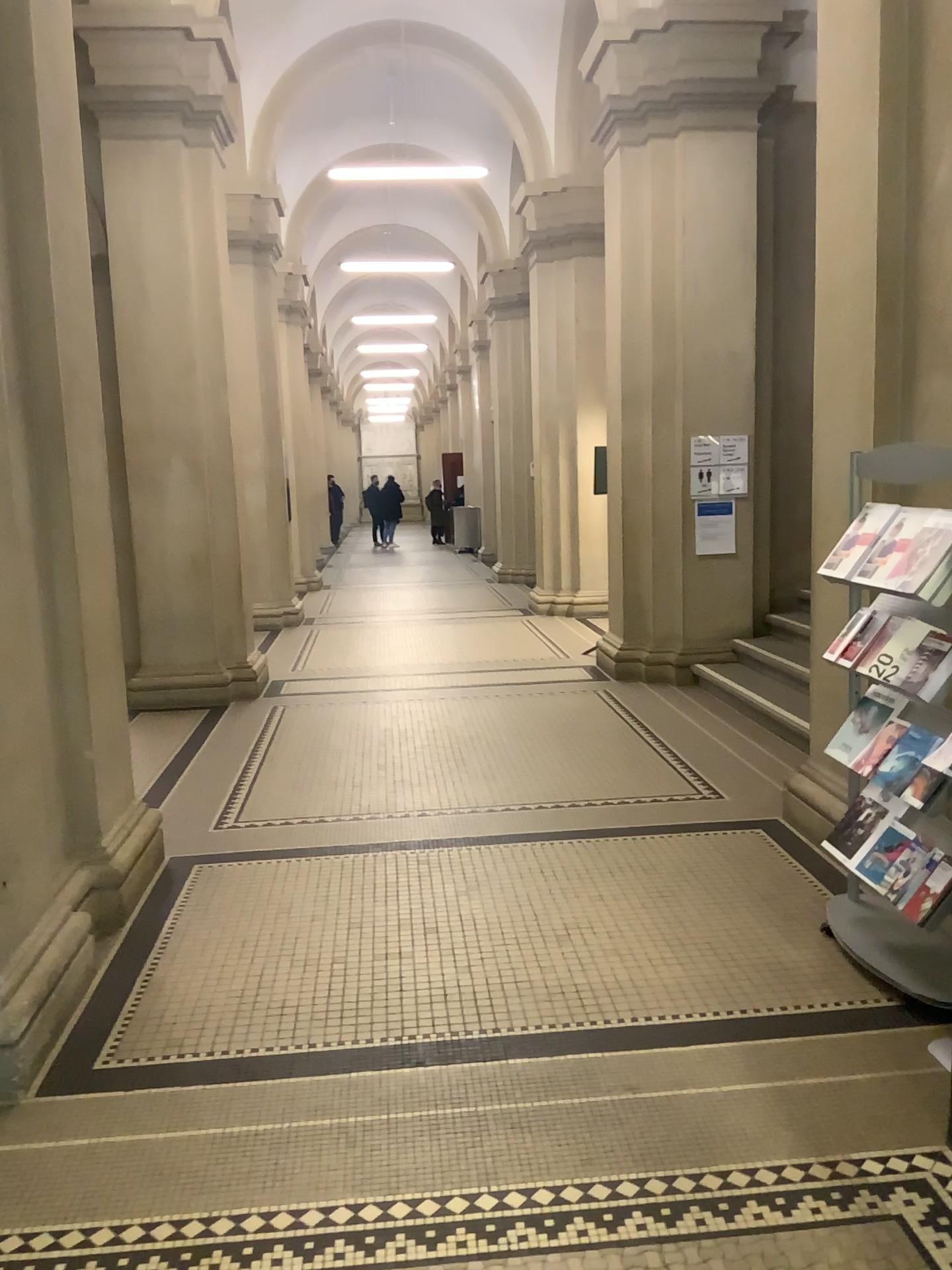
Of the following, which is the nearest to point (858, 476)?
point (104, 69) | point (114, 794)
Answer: point (114, 794)
